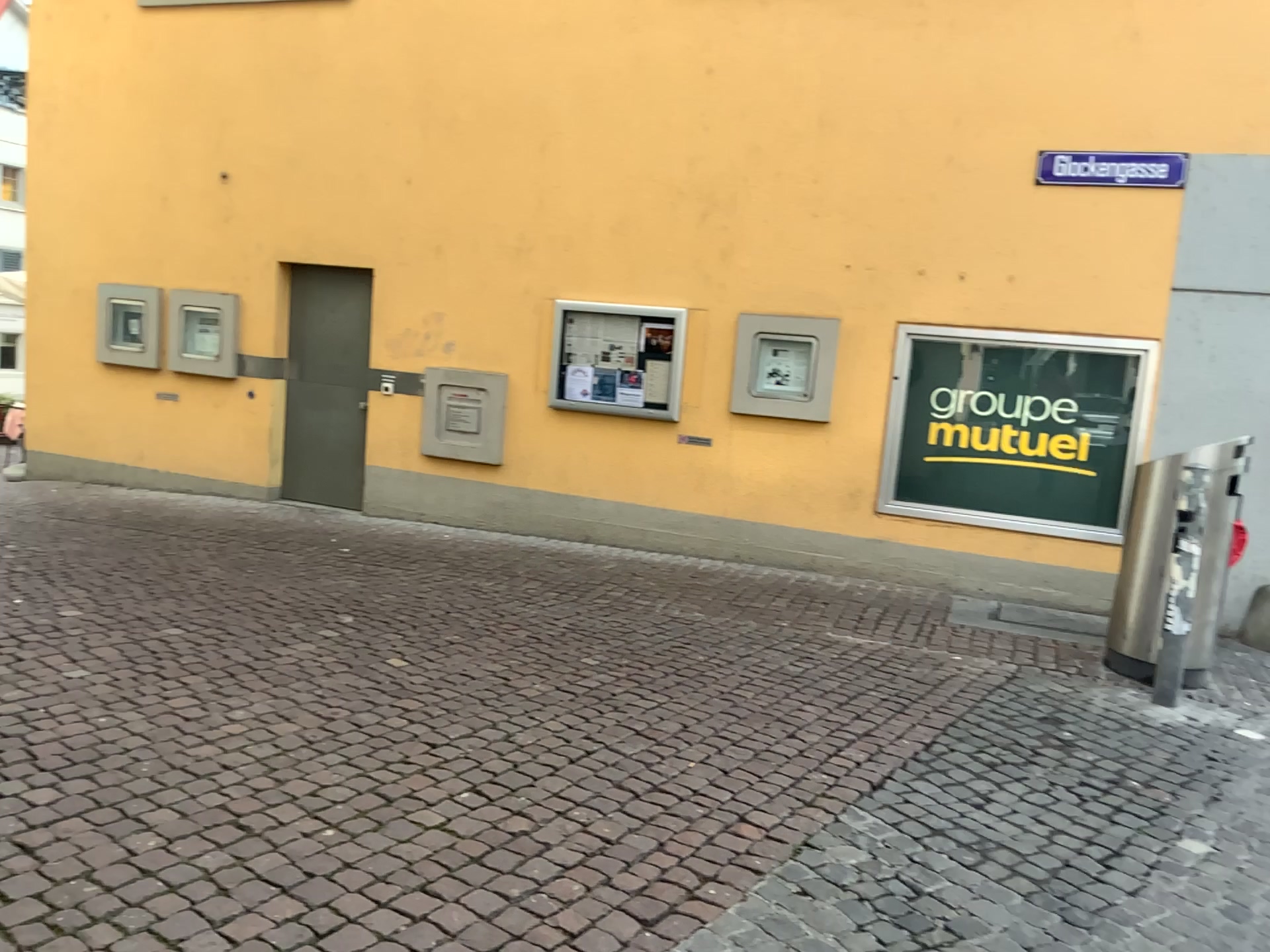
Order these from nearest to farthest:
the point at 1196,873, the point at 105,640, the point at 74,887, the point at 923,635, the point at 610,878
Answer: the point at 74,887, the point at 610,878, the point at 1196,873, the point at 105,640, the point at 923,635
